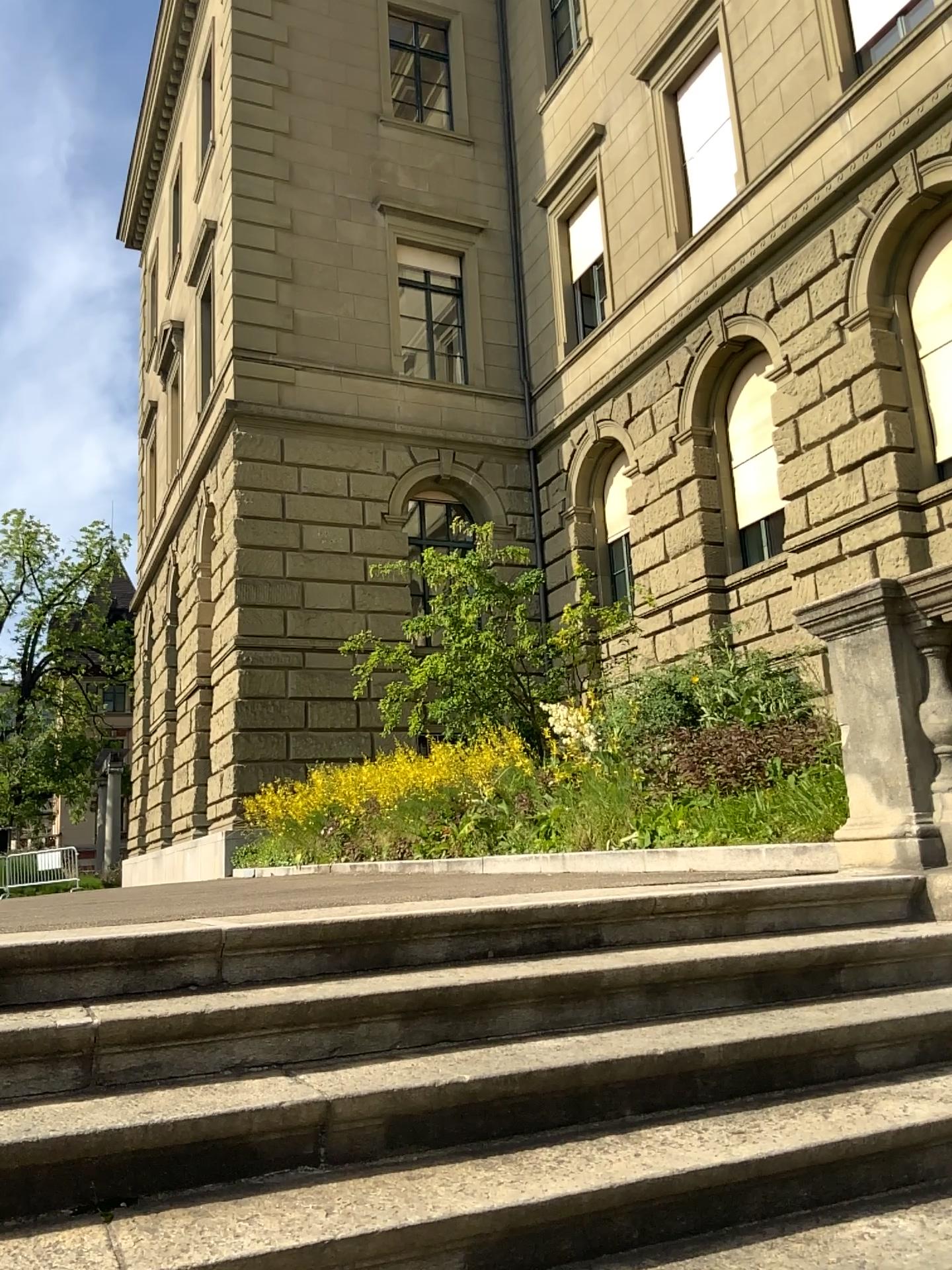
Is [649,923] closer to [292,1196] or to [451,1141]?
[451,1141]
